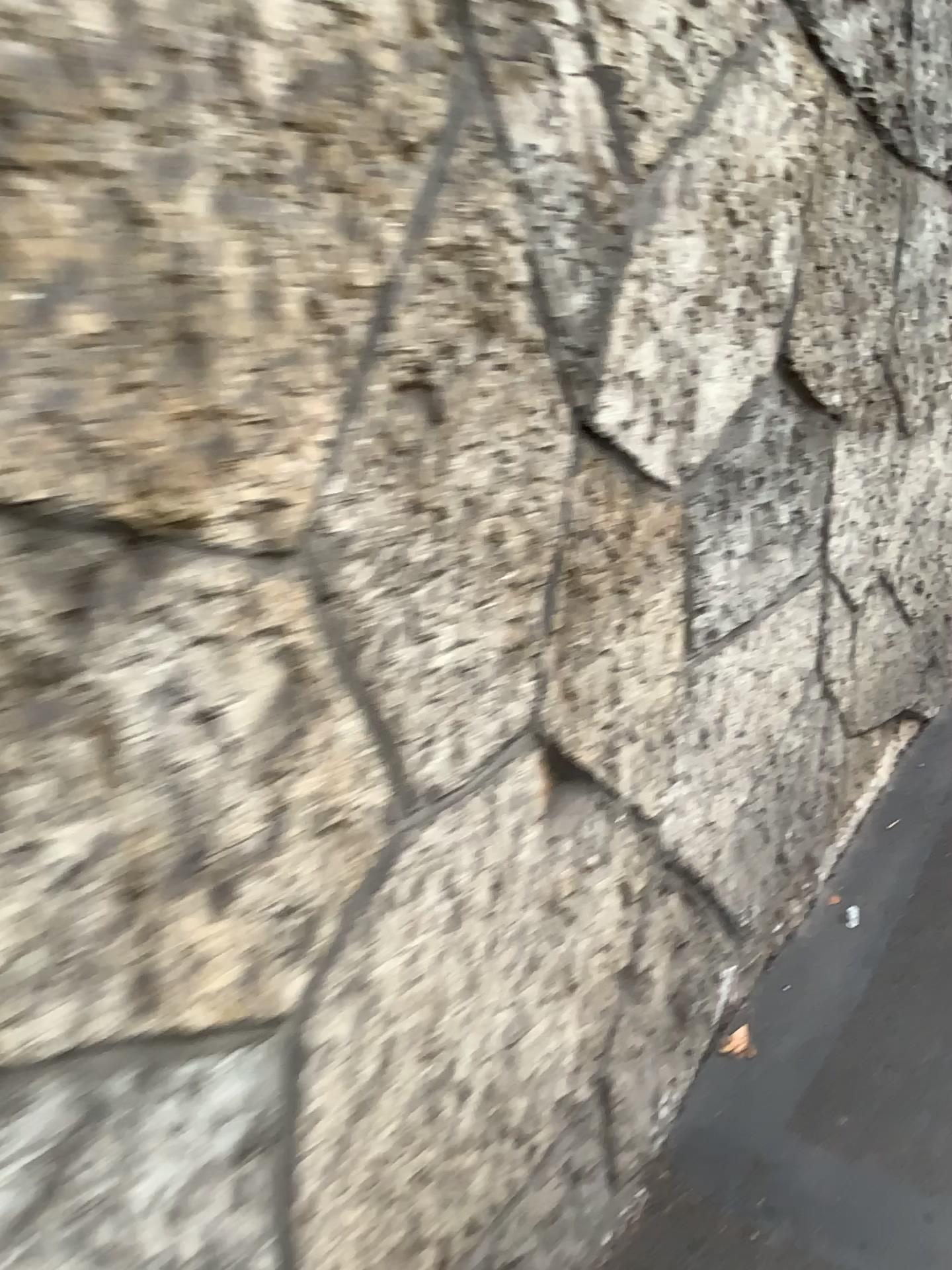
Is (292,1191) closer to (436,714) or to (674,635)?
(436,714)
